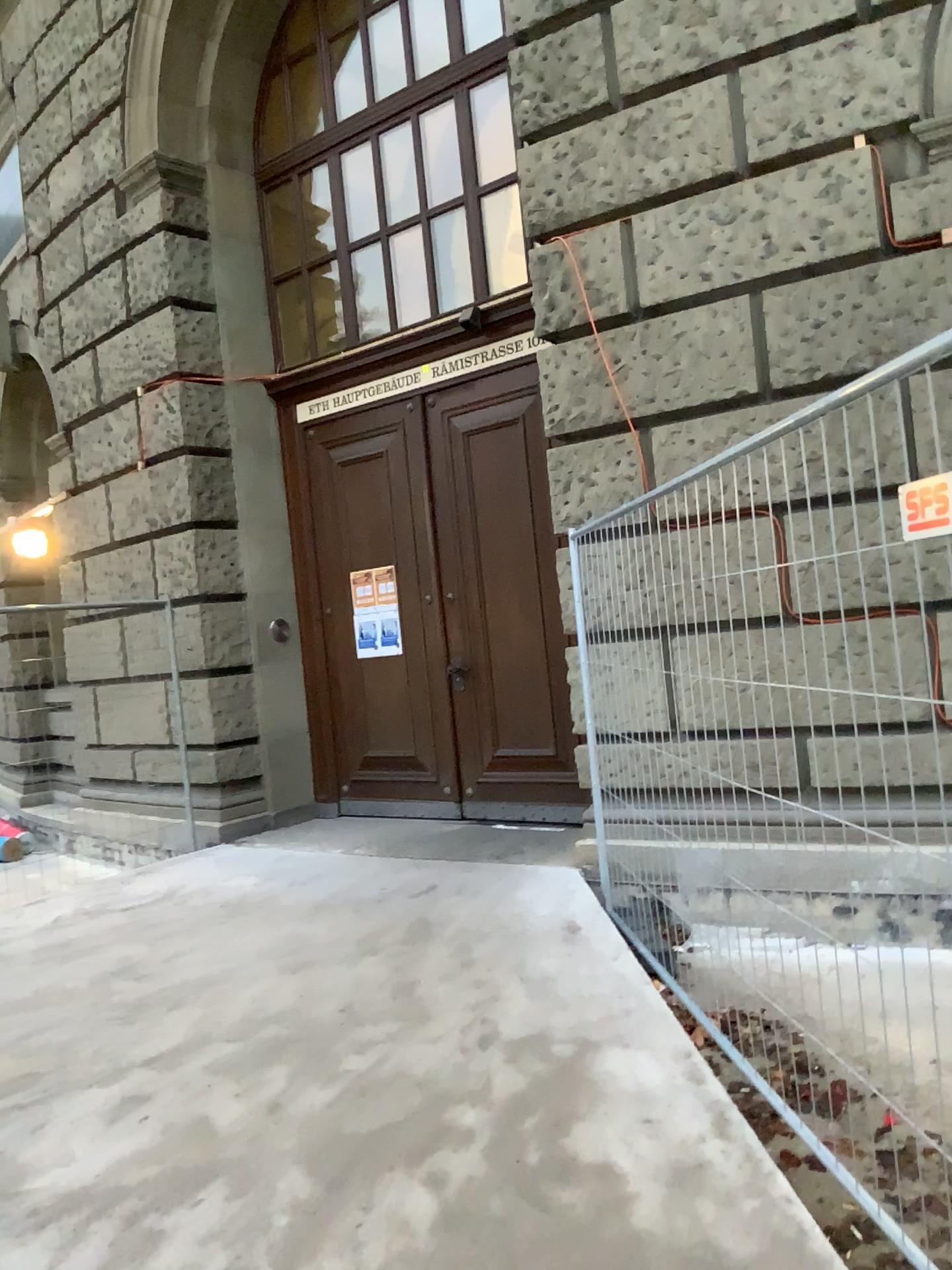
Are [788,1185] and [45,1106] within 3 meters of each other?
yes
